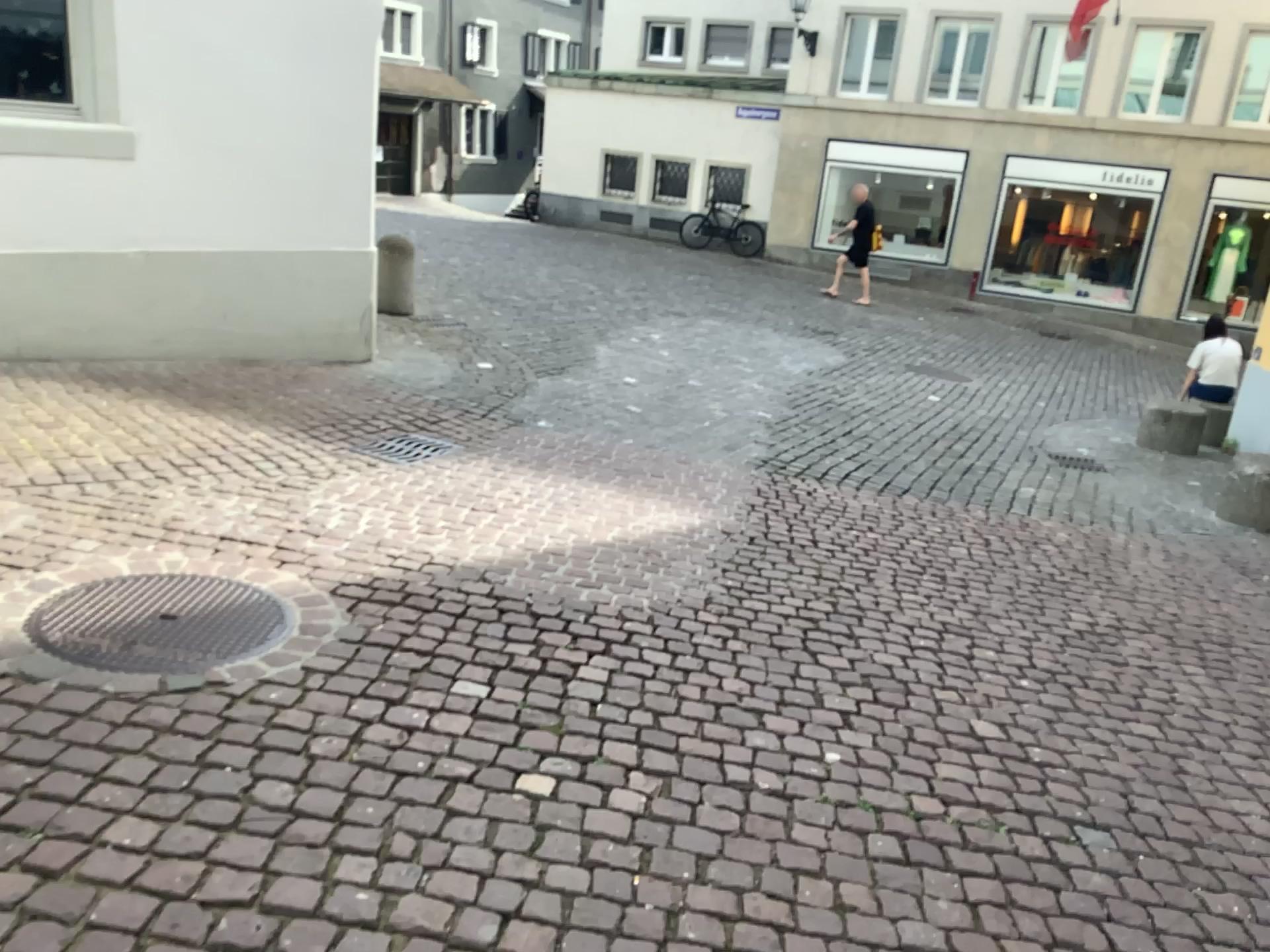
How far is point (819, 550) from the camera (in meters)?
4.78
